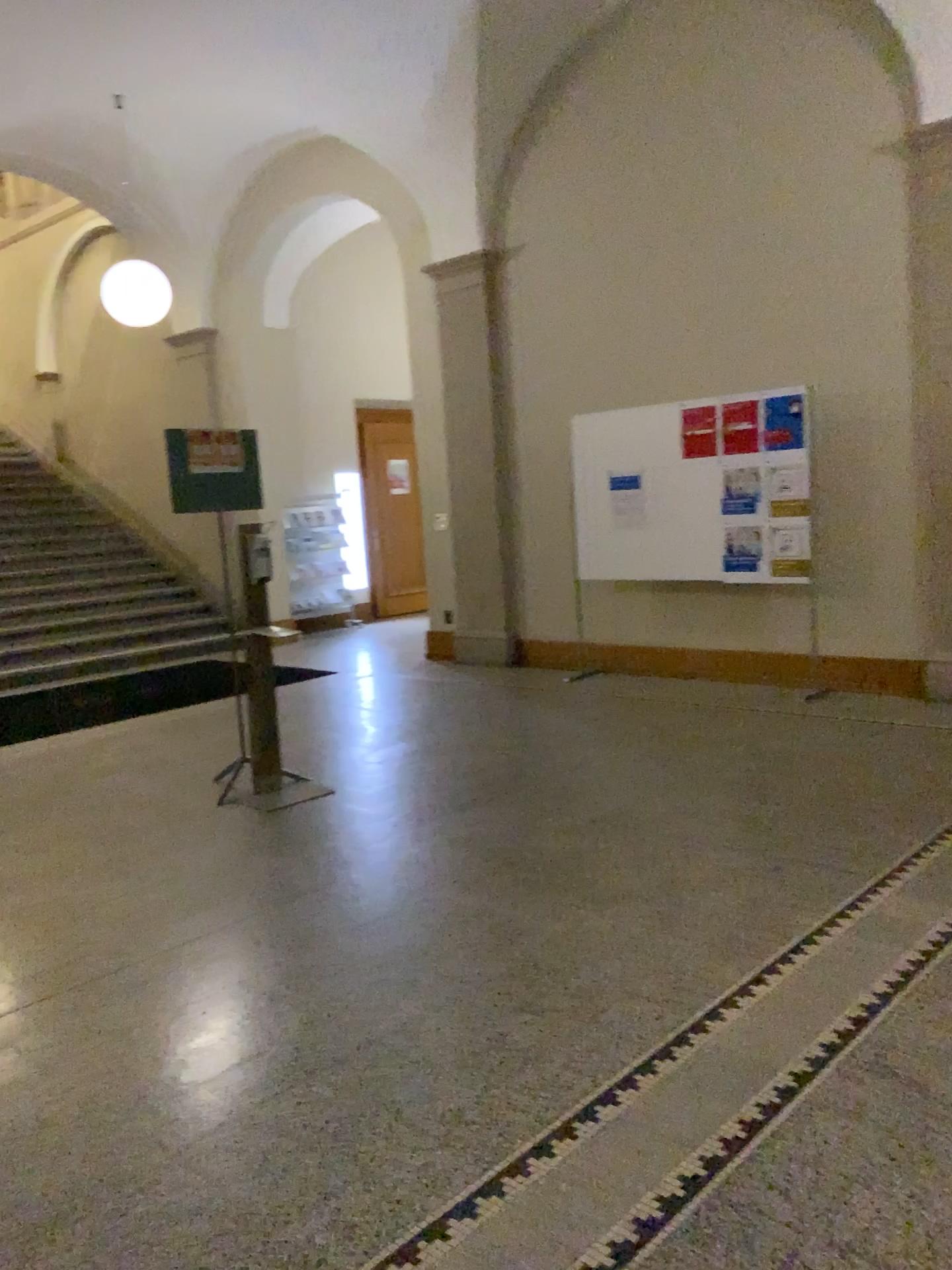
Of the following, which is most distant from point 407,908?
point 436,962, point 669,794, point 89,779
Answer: point 89,779
